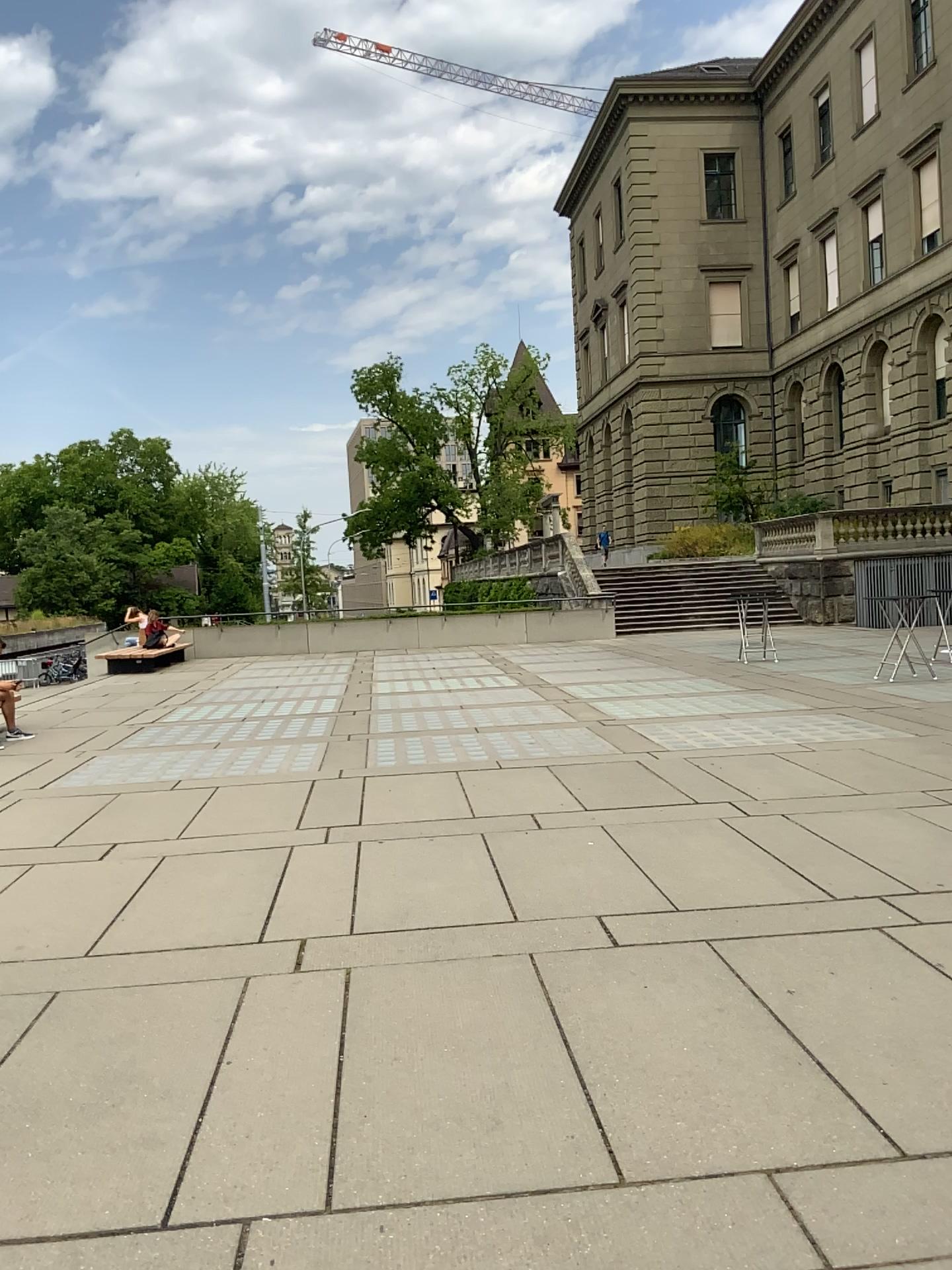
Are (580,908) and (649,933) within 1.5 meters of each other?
yes
